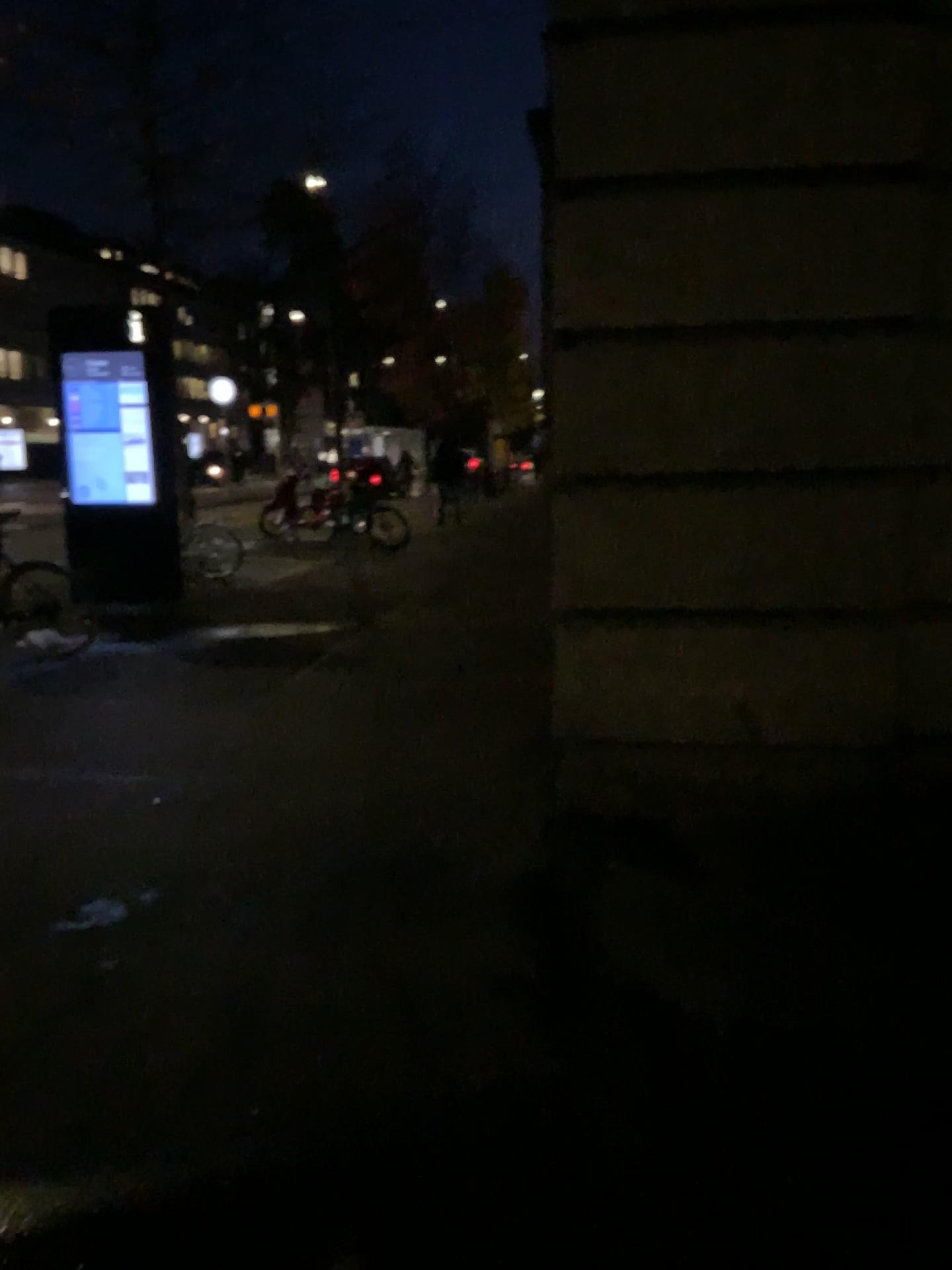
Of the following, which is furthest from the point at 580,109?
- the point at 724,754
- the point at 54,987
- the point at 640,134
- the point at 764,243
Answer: the point at 54,987
